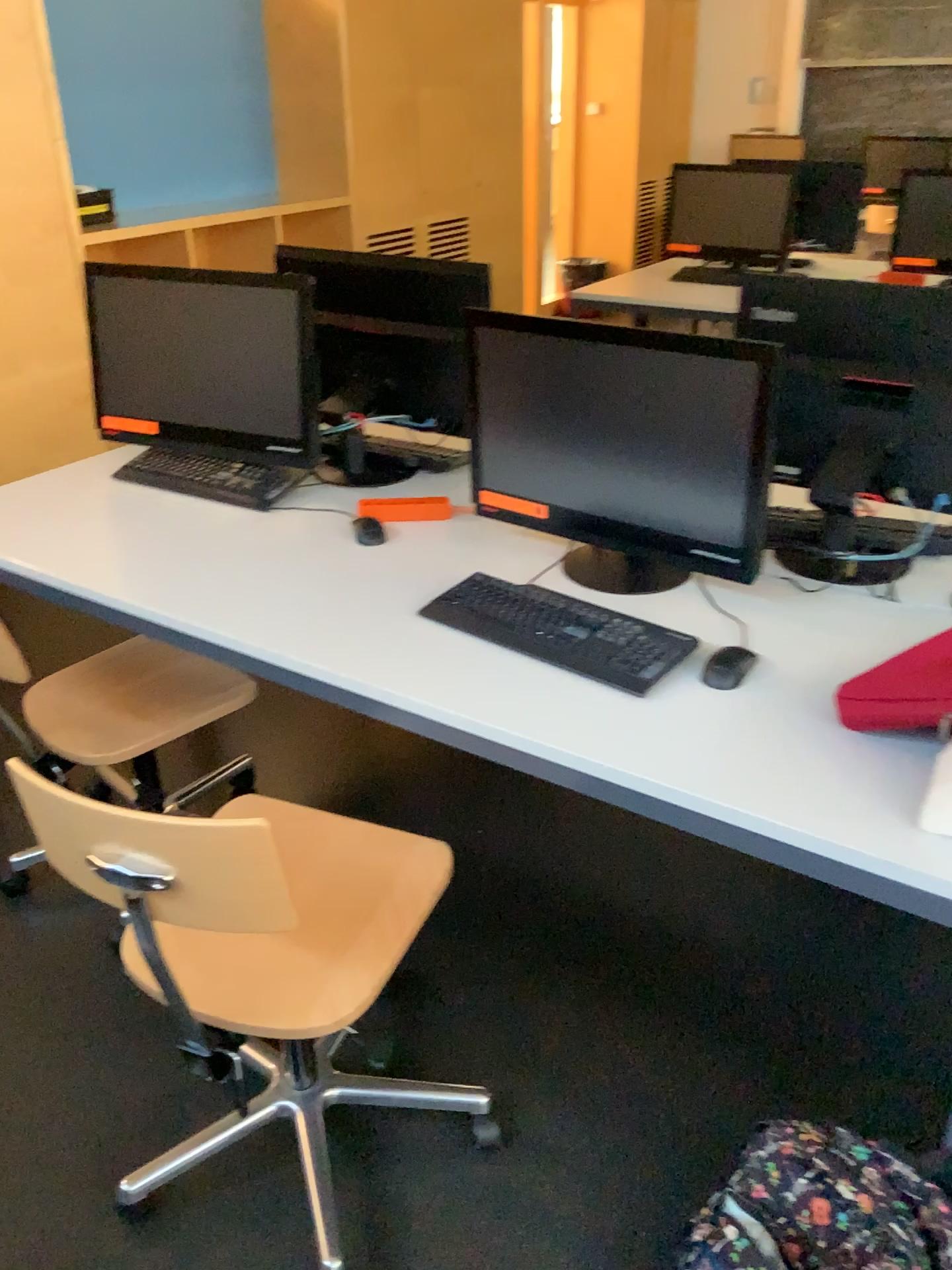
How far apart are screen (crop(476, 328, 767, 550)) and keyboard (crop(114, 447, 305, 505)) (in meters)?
0.57

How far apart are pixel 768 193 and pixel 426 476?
2.91m

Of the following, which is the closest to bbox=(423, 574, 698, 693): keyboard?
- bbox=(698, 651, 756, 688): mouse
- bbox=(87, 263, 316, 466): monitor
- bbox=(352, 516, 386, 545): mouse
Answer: bbox=(698, 651, 756, 688): mouse

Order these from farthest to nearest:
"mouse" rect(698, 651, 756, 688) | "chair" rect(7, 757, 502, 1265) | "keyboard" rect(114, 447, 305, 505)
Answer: "keyboard" rect(114, 447, 305, 505), "mouse" rect(698, 651, 756, 688), "chair" rect(7, 757, 502, 1265)

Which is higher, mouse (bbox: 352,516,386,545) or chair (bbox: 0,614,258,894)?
mouse (bbox: 352,516,386,545)

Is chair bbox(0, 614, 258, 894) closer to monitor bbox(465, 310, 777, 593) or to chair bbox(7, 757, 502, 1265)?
chair bbox(7, 757, 502, 1265)

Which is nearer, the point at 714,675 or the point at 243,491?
the point at 714,675

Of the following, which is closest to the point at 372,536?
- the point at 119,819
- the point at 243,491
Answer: the point at 243,491

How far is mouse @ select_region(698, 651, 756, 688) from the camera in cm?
159

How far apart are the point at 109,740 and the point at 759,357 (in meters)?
1.38
